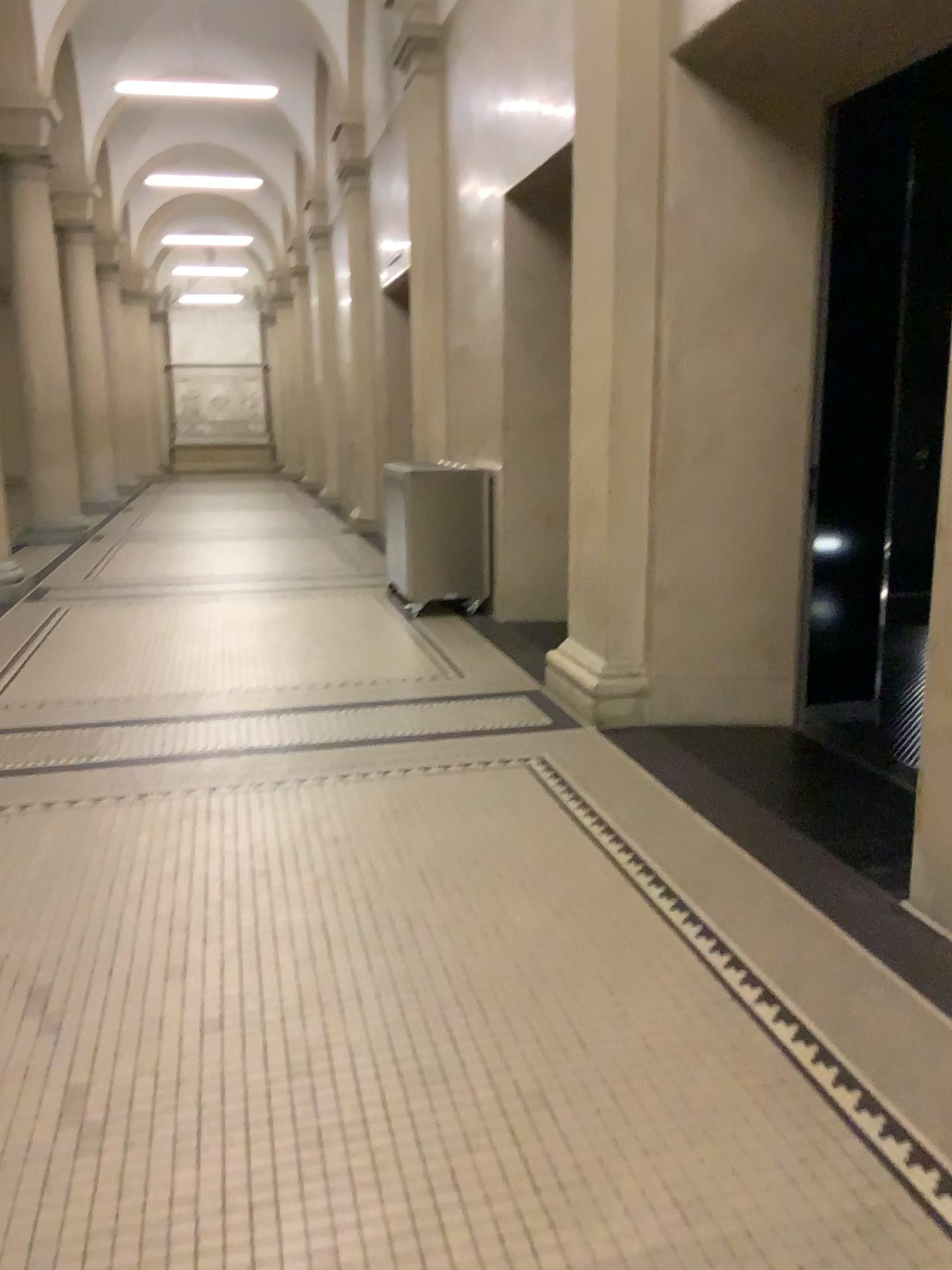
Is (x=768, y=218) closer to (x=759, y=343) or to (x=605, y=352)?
(x=759, y=343)
